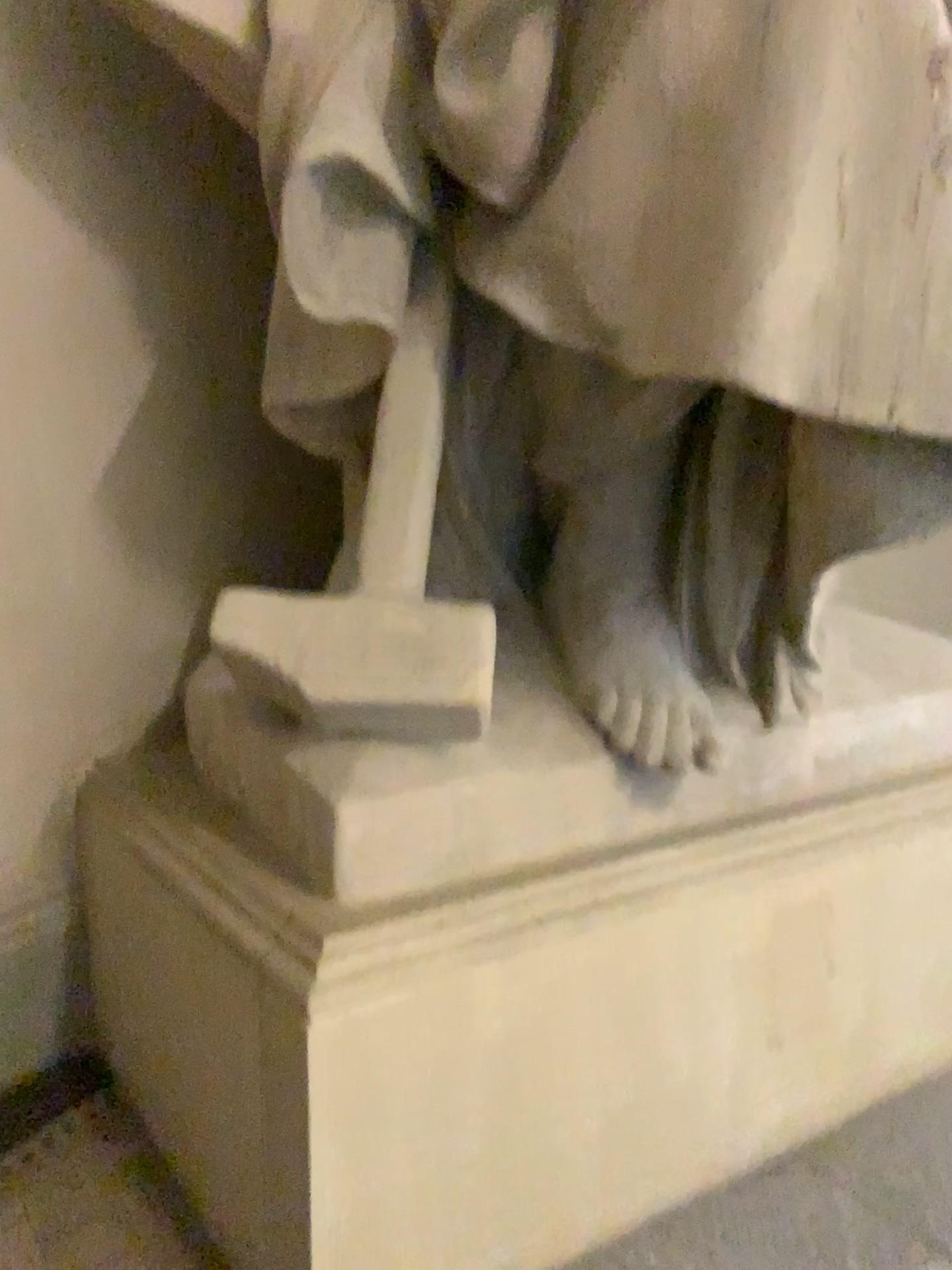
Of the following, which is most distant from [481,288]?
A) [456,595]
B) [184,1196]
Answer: [184,1196]

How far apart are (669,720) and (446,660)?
0.35m

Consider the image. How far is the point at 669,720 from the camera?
1.4 meters

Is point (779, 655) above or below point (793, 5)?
below

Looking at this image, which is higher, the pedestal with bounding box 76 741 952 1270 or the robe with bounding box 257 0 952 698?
the robe with bounding box 257 0 952 698

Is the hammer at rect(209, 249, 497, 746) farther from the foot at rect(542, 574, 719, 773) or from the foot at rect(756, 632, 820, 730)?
the foot at rect(756, 632, 820, 730)

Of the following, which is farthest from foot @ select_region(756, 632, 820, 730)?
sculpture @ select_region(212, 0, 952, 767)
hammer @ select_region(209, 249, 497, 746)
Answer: hammer @ select_region(209, 249, 497, 746)

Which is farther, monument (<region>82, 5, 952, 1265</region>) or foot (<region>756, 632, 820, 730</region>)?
foot (<region>756, 632, 820, 730</region>)

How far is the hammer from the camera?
1.26m

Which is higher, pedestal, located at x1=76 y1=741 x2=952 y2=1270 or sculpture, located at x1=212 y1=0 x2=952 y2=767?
sculpture, located at x1=212 y1=0 x2=952 y2=767
